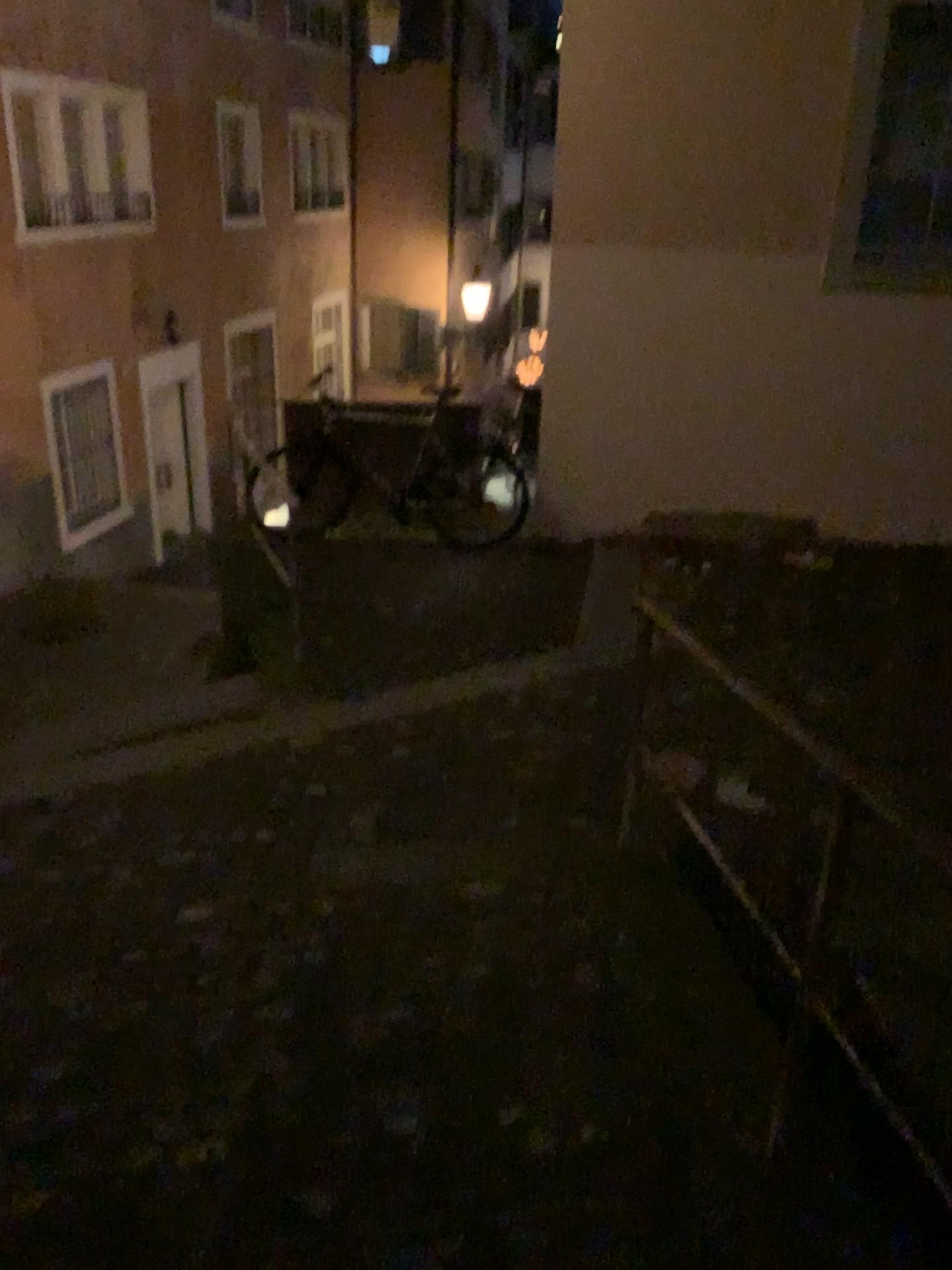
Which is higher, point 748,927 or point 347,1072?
point 748,927
